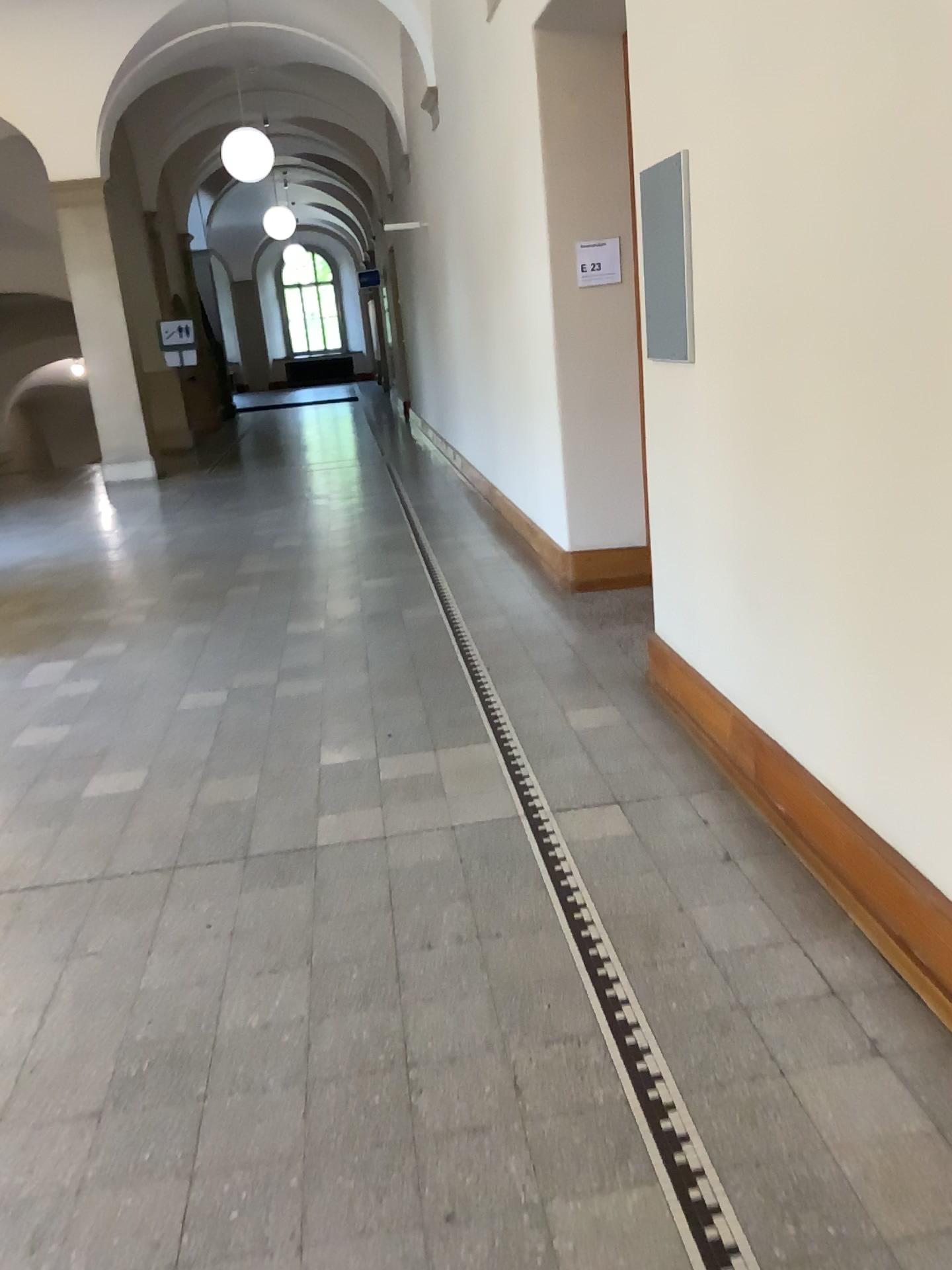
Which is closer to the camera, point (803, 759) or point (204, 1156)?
point (204, 1156)
